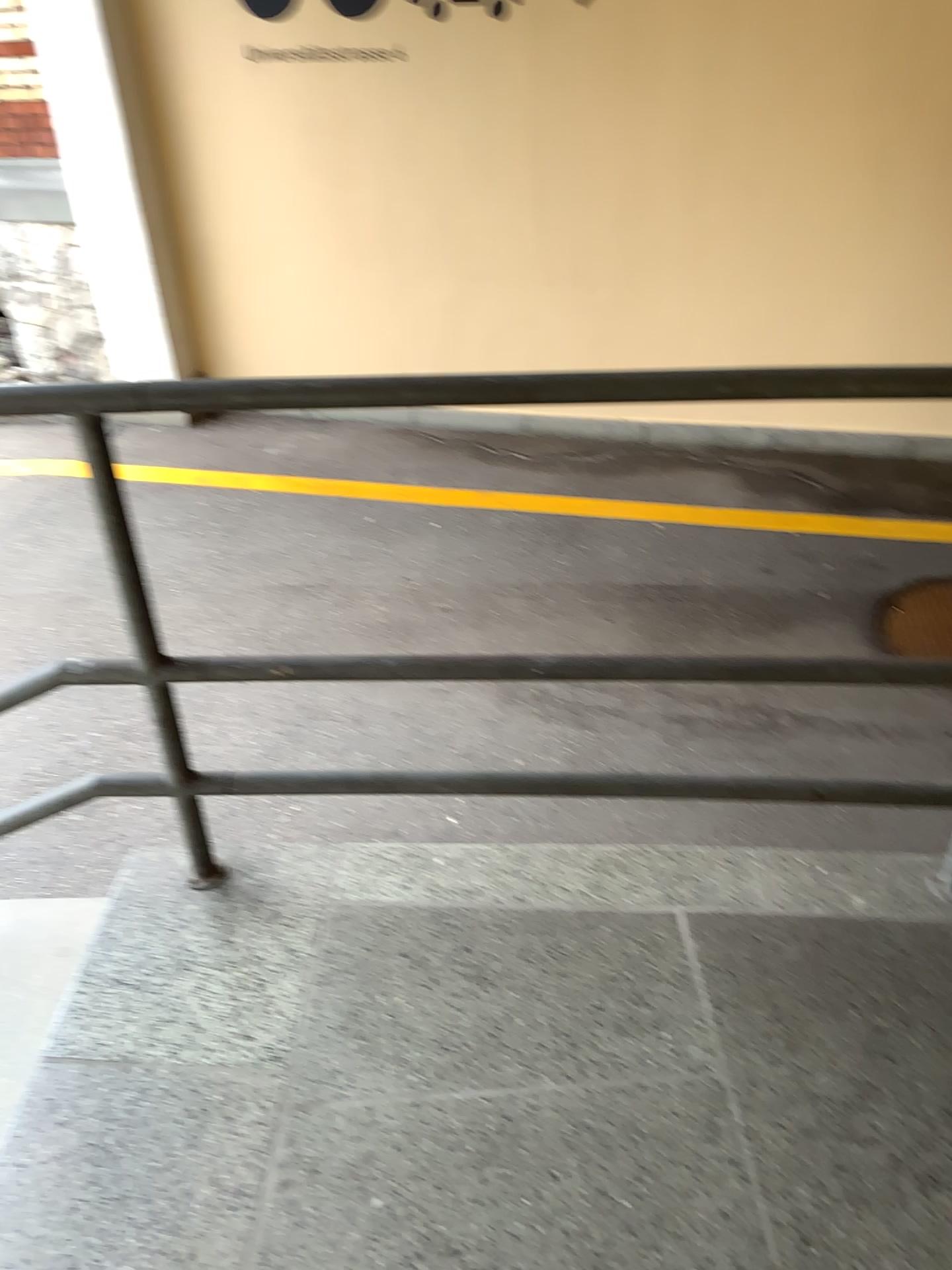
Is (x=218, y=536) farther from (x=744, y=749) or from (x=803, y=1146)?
(x=803, y=1146)
